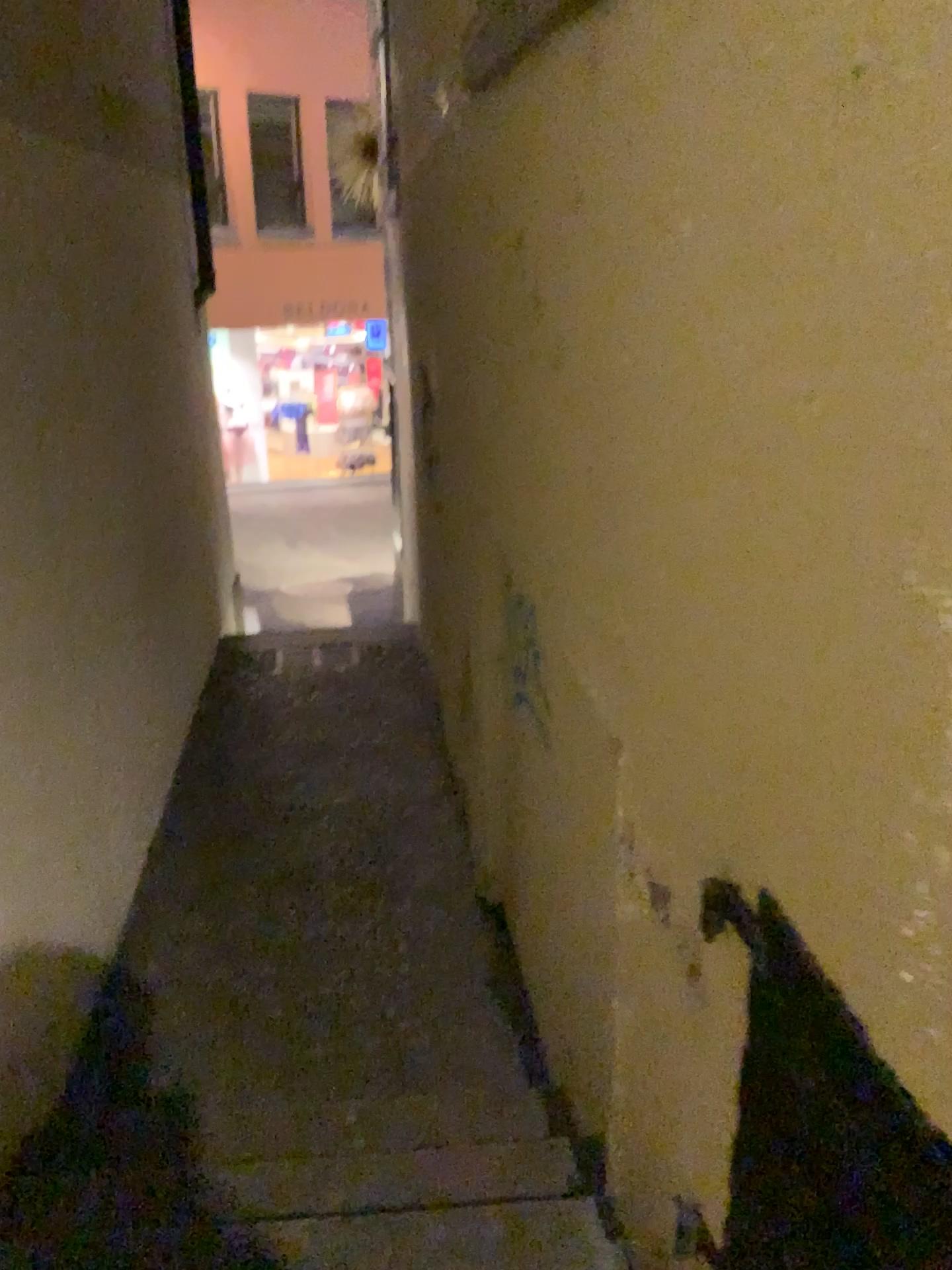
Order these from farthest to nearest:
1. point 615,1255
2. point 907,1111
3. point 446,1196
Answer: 1. point 446,1196
2. point 615,1255
3. point 907,1111

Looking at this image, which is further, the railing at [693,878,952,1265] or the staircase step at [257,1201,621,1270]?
the staircase step at [257,1201,621,1270]

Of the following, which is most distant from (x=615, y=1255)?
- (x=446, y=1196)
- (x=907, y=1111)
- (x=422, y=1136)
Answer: (x=907, y=1111)

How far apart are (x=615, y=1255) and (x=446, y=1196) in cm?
40

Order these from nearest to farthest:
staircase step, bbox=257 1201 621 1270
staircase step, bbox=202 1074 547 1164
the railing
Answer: the railing, staircase step, bbox=257 1201 621 1270, staircase step, bbox=202 1074 547 1164

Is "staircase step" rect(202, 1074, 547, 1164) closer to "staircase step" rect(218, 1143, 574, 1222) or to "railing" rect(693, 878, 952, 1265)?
→ "staircase step" rect(218, 1143, 574, 1222)

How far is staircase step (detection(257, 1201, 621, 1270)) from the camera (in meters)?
1.76

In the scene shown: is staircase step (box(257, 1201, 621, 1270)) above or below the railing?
below

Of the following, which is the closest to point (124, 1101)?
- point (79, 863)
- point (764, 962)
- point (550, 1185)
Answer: point (79, 863)

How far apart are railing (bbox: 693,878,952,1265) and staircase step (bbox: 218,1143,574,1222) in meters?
0.7 m
